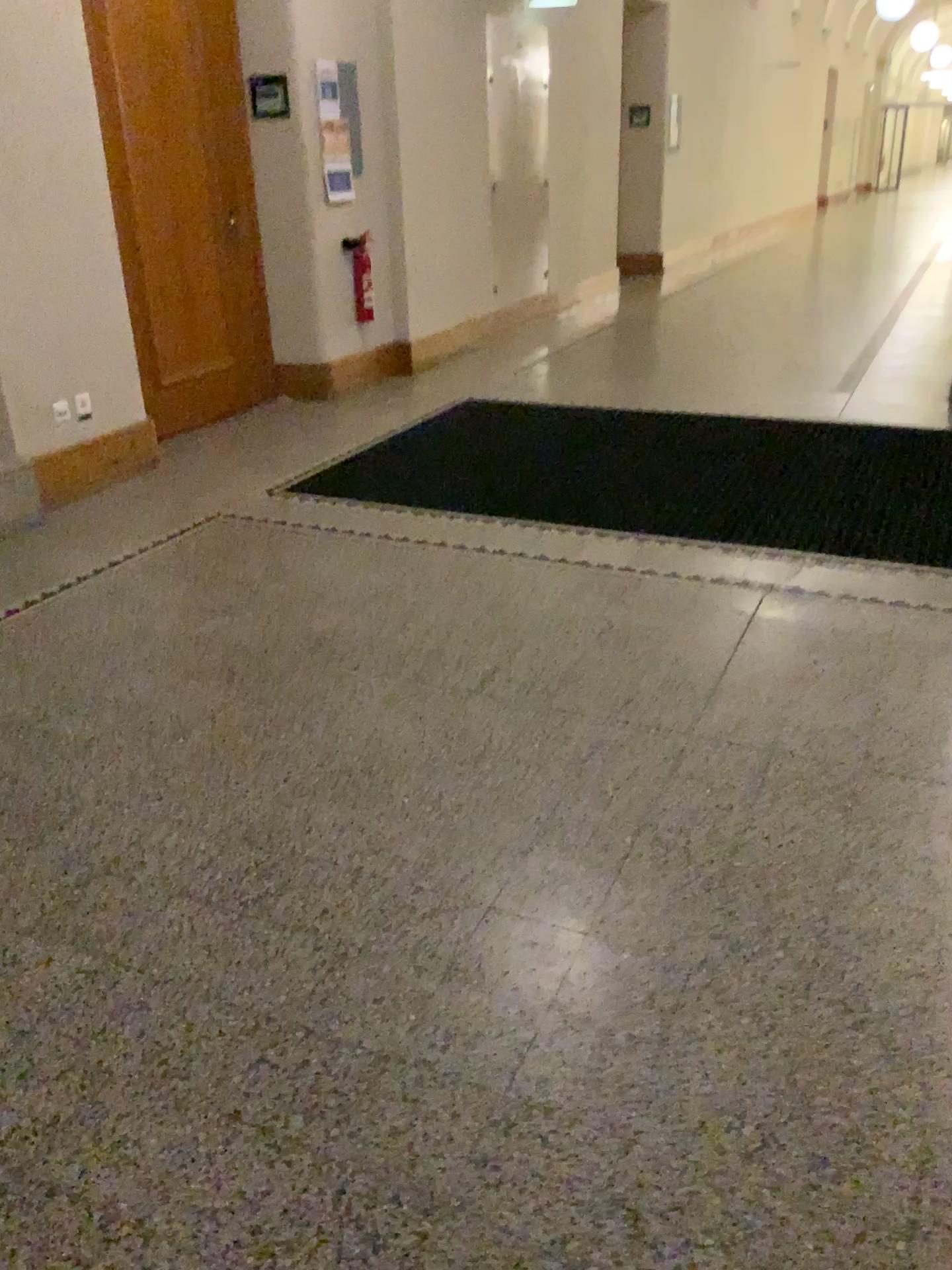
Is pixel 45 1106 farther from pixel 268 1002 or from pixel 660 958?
pixel 660 958
